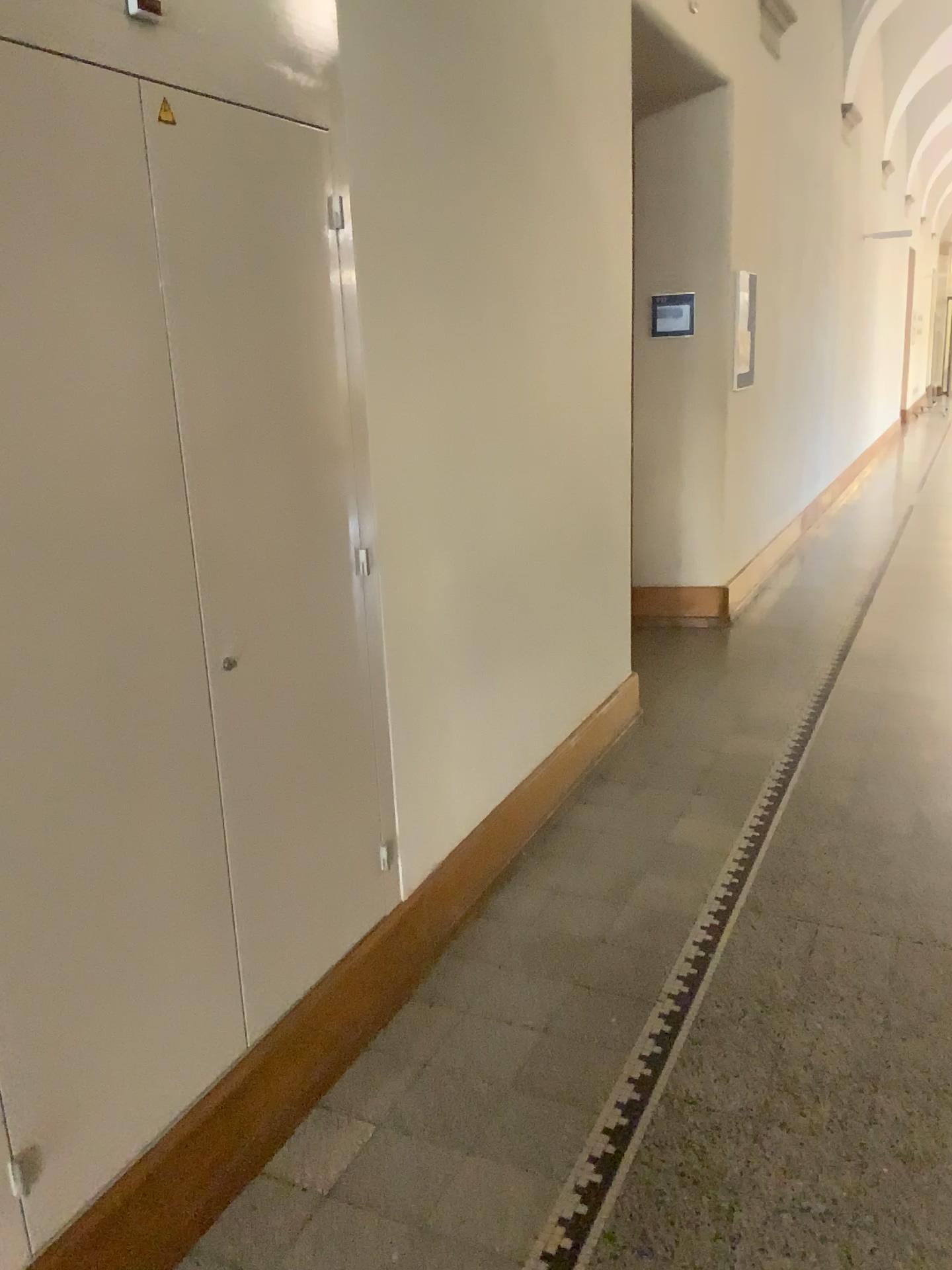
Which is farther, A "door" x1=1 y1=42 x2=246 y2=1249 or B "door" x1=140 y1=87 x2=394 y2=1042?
B "door" x1=140 y1=87 x2=394 y2=1042

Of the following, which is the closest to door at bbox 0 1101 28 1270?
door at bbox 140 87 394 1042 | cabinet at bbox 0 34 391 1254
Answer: cabinet at bbox 0 34 391 1254

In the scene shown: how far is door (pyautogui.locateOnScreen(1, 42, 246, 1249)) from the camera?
1.5 meters

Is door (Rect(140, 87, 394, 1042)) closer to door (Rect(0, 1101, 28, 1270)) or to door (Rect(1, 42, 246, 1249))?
door (Rect(1, 42, 246, 1249))

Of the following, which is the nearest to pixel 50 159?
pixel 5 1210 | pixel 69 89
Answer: pixel 69 89

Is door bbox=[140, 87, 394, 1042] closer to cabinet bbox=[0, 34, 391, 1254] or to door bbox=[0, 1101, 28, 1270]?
cabinet bbox=[0, 34, 391, 1254]

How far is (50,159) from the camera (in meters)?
1.47

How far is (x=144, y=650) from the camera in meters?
1.7 m

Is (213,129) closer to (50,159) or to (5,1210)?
(50,159)
